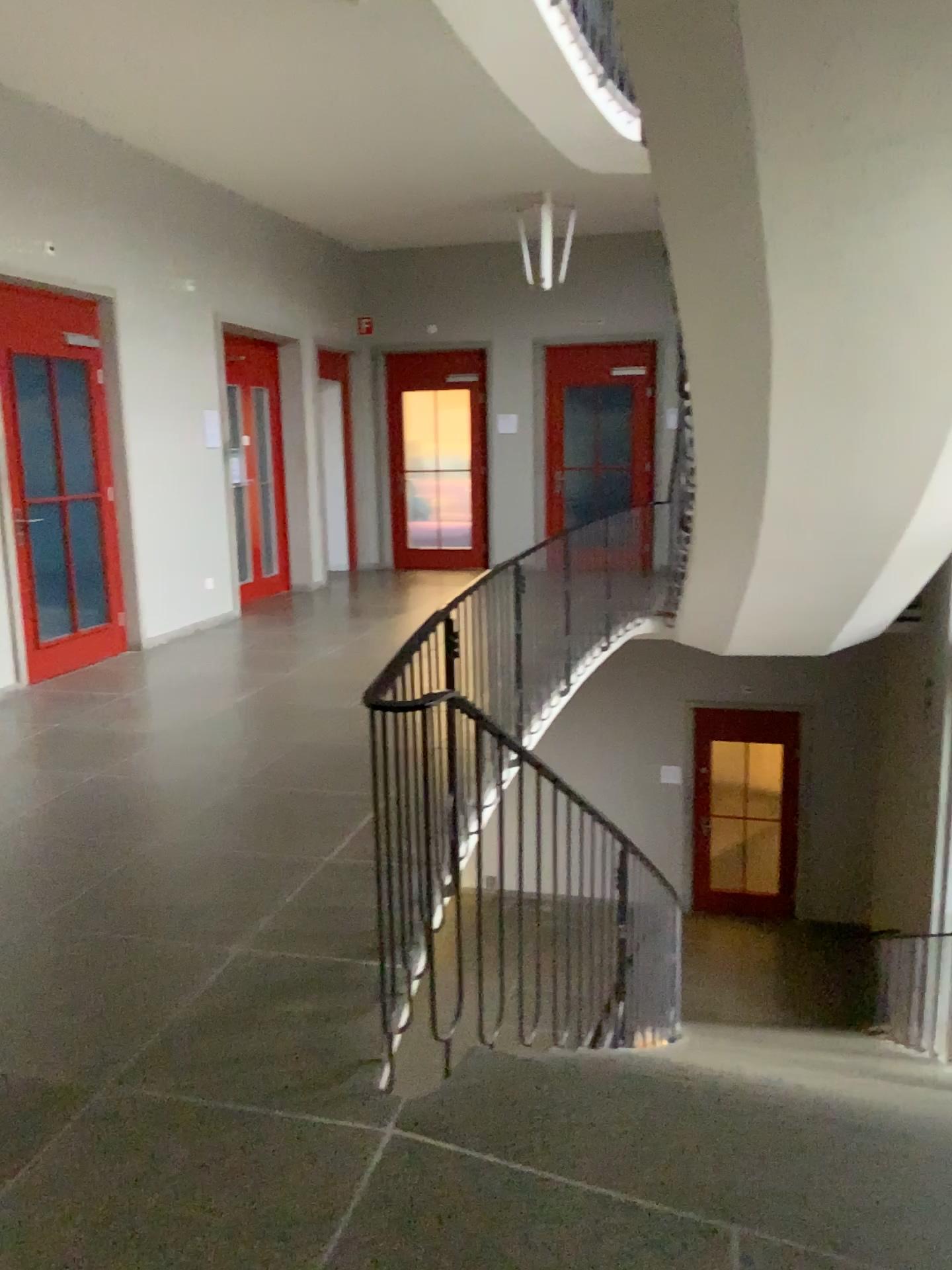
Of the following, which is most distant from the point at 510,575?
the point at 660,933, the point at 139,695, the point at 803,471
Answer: the point at 139,695
